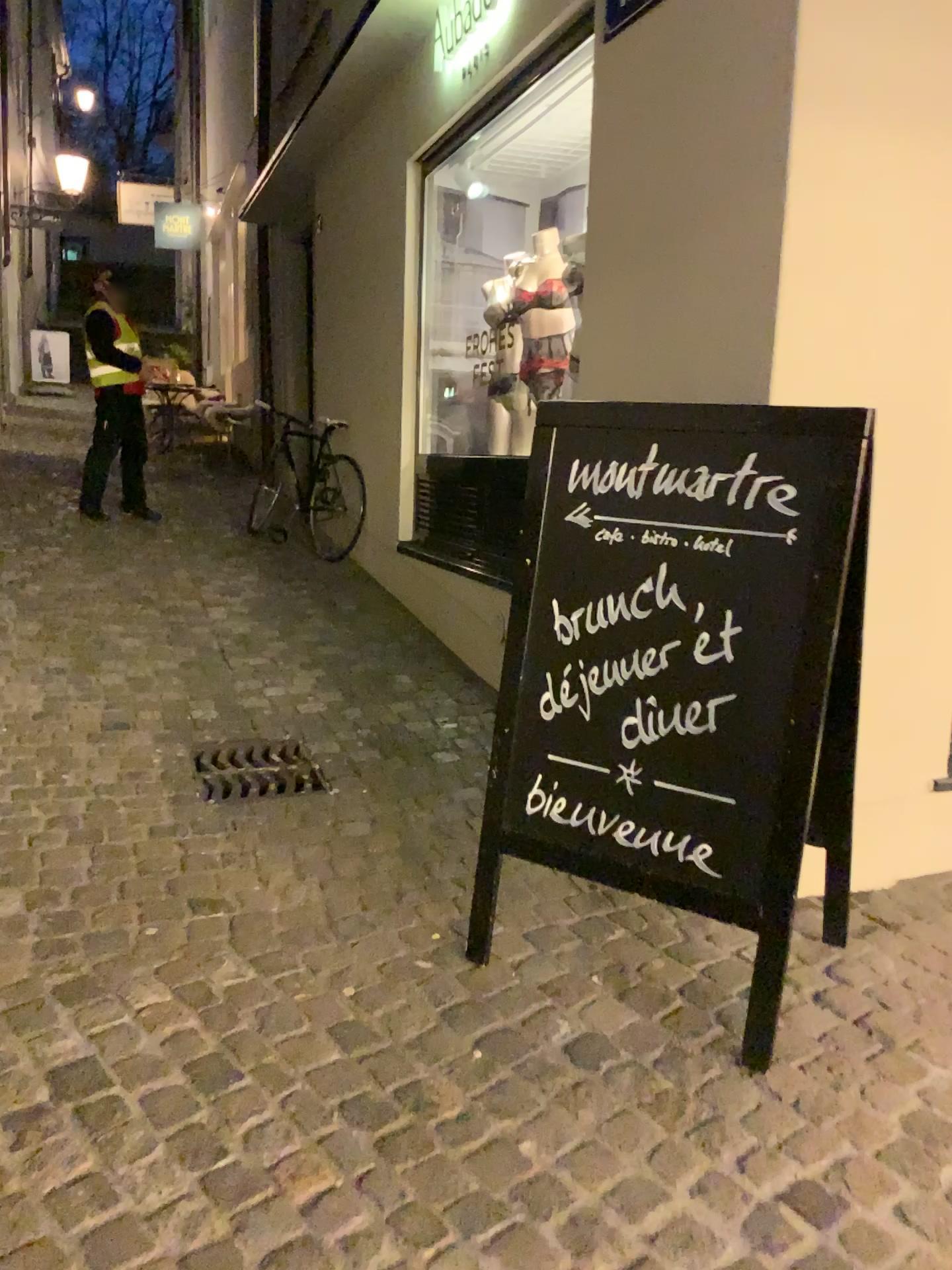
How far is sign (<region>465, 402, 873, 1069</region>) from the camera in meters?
2.0 m

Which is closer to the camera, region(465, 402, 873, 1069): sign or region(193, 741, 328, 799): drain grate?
region(465, 402, 873, 1069): sign

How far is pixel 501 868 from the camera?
2.7 meters

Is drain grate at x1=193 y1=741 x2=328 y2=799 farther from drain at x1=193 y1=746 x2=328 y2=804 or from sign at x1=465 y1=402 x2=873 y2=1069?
sign at x1=465 y1=402 x2=873 y2=1069

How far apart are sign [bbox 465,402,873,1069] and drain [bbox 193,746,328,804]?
1.0m

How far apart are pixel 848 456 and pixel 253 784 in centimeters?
202cm

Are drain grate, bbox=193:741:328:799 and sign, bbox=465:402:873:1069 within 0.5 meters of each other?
no

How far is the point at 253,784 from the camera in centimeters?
321cm

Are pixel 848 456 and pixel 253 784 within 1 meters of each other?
no

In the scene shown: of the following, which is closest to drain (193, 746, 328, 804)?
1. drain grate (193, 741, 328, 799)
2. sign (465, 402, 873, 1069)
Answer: drain grate (193, 741, 328, 799)
